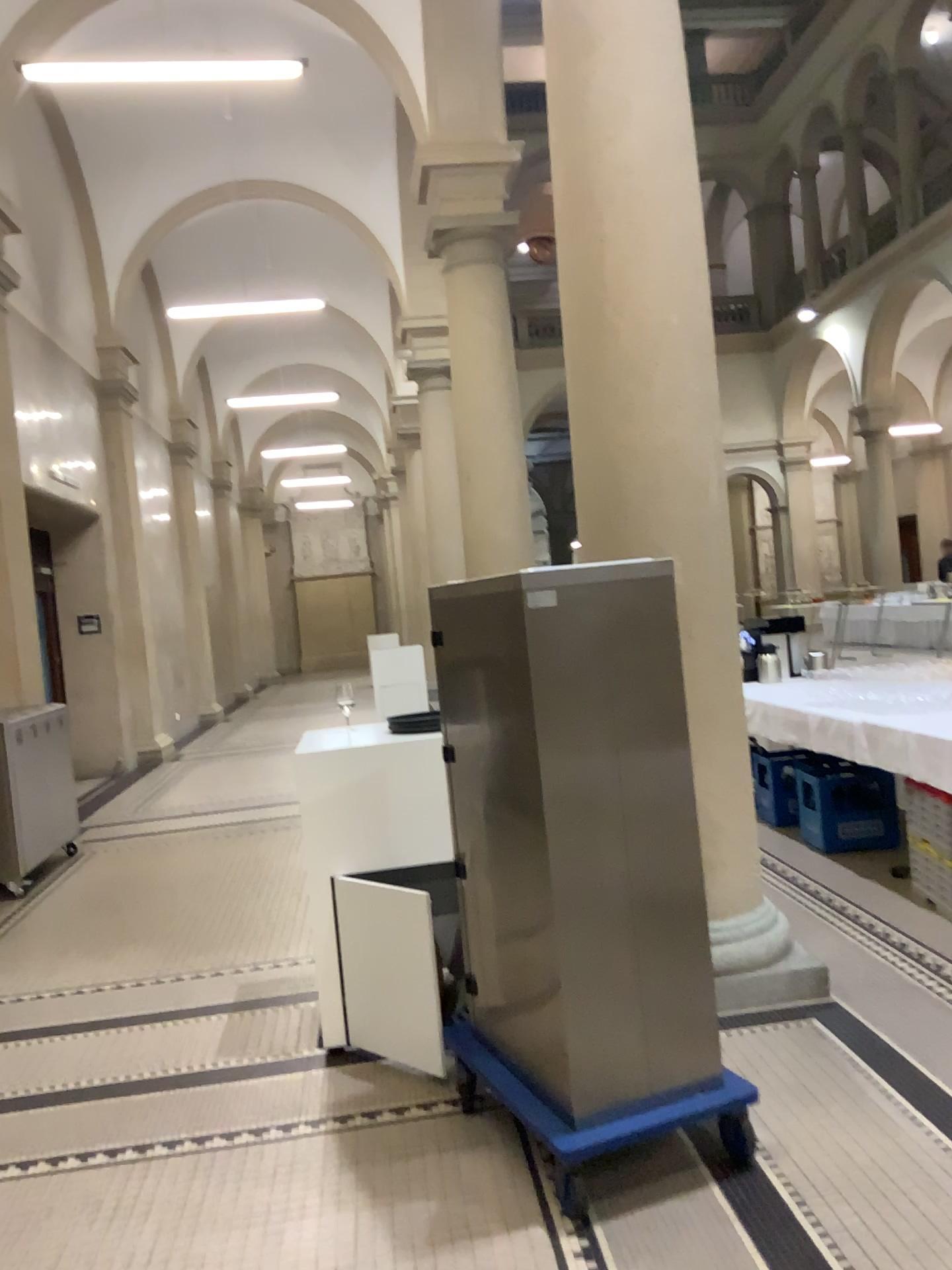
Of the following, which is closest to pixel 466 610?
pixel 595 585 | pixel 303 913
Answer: pixel 595 585

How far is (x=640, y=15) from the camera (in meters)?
3.52

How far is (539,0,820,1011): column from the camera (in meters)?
3.52
